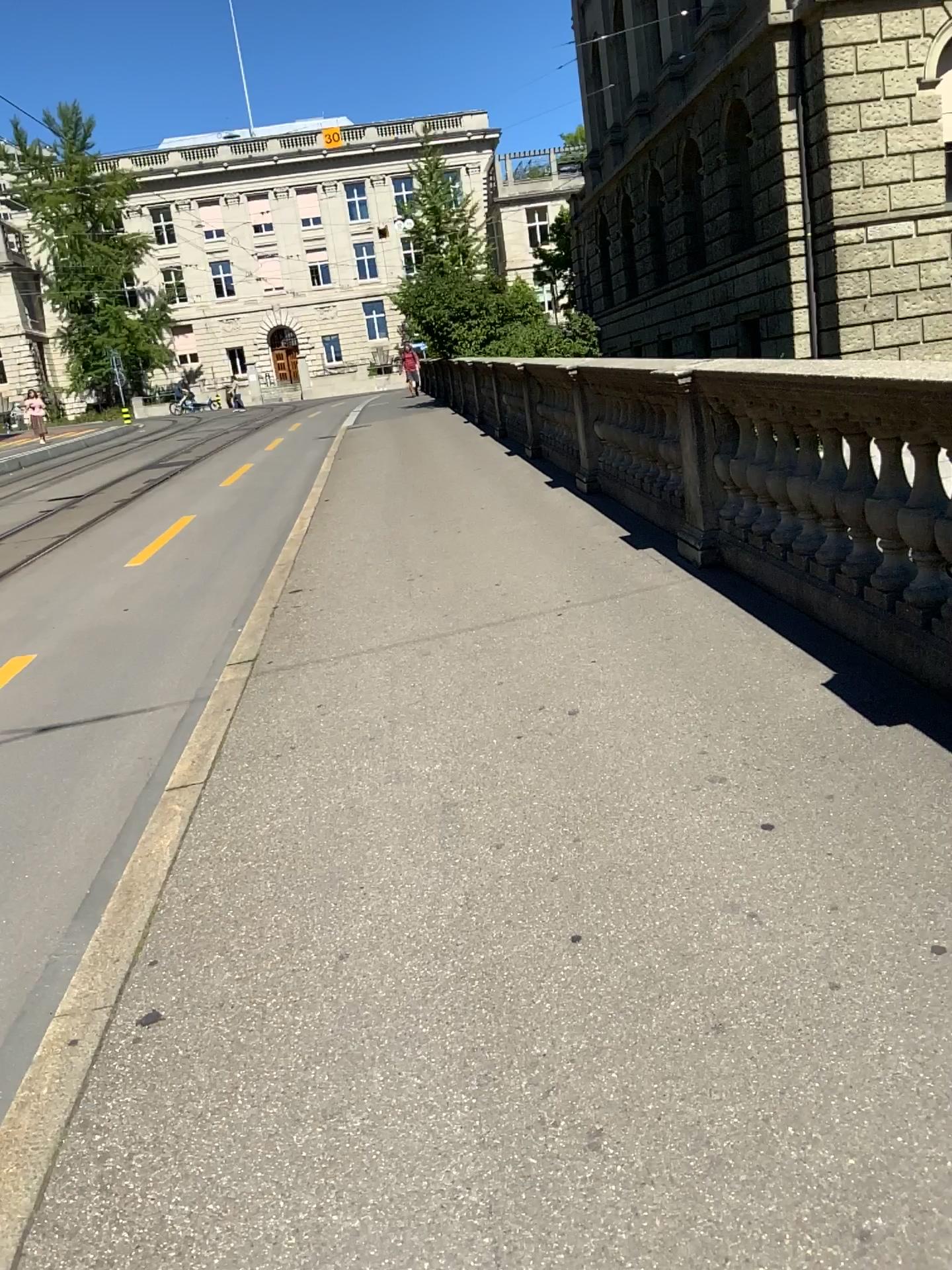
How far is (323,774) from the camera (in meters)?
3.78
